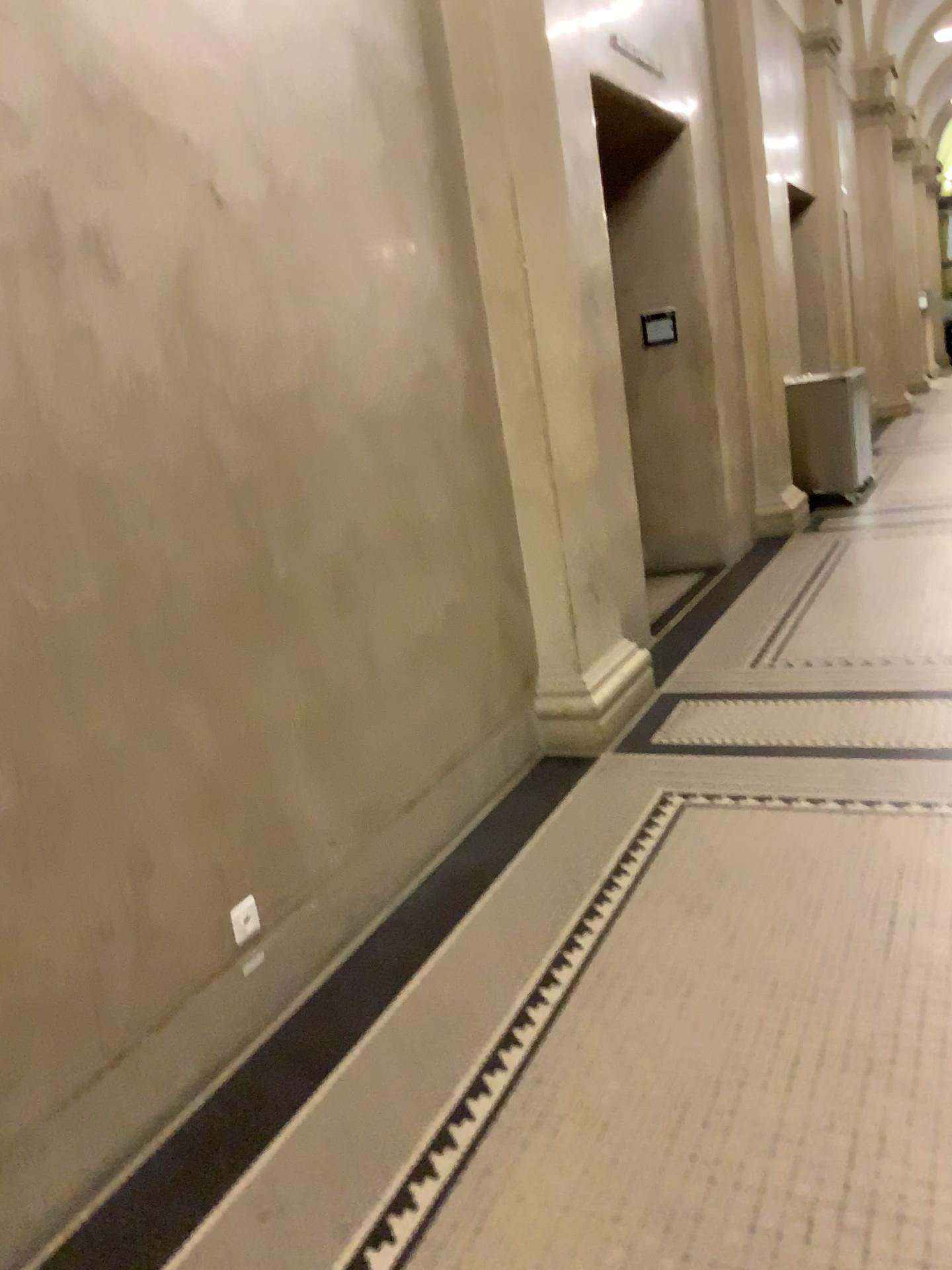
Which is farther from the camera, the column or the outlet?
the column

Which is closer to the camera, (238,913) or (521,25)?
(238,913)

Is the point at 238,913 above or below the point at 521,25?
below

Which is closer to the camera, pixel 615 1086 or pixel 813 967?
pixel 615 1086
